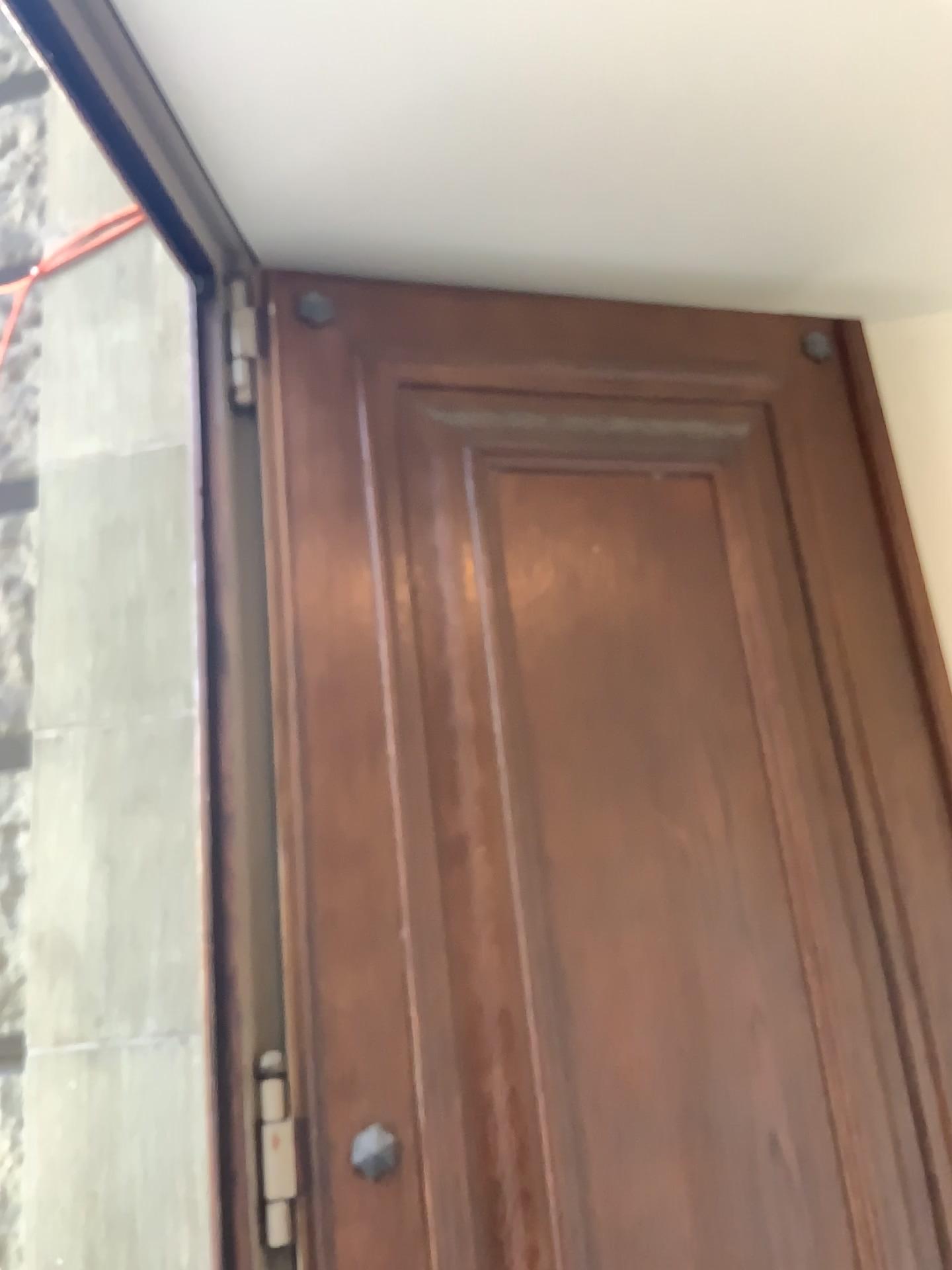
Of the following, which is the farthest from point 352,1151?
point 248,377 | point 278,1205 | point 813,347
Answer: point 813,347

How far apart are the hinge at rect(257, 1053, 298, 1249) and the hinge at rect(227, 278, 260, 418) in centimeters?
101cm

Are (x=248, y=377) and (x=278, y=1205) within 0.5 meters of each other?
no

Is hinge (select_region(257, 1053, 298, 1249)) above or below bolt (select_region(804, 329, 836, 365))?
below

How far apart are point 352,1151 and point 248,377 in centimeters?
117cm

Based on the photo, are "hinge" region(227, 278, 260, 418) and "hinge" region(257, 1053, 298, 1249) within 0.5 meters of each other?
no

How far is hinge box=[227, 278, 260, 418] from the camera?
1.8m

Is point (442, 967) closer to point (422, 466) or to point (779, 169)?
point (422, 466)

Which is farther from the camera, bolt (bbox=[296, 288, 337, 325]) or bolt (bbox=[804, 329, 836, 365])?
bolt (bbox=[804, 329, 836, 365])

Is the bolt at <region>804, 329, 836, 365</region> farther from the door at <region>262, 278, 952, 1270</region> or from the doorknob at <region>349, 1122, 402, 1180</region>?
the doorknob at <region>349, 1122, 402, 1180</region>
